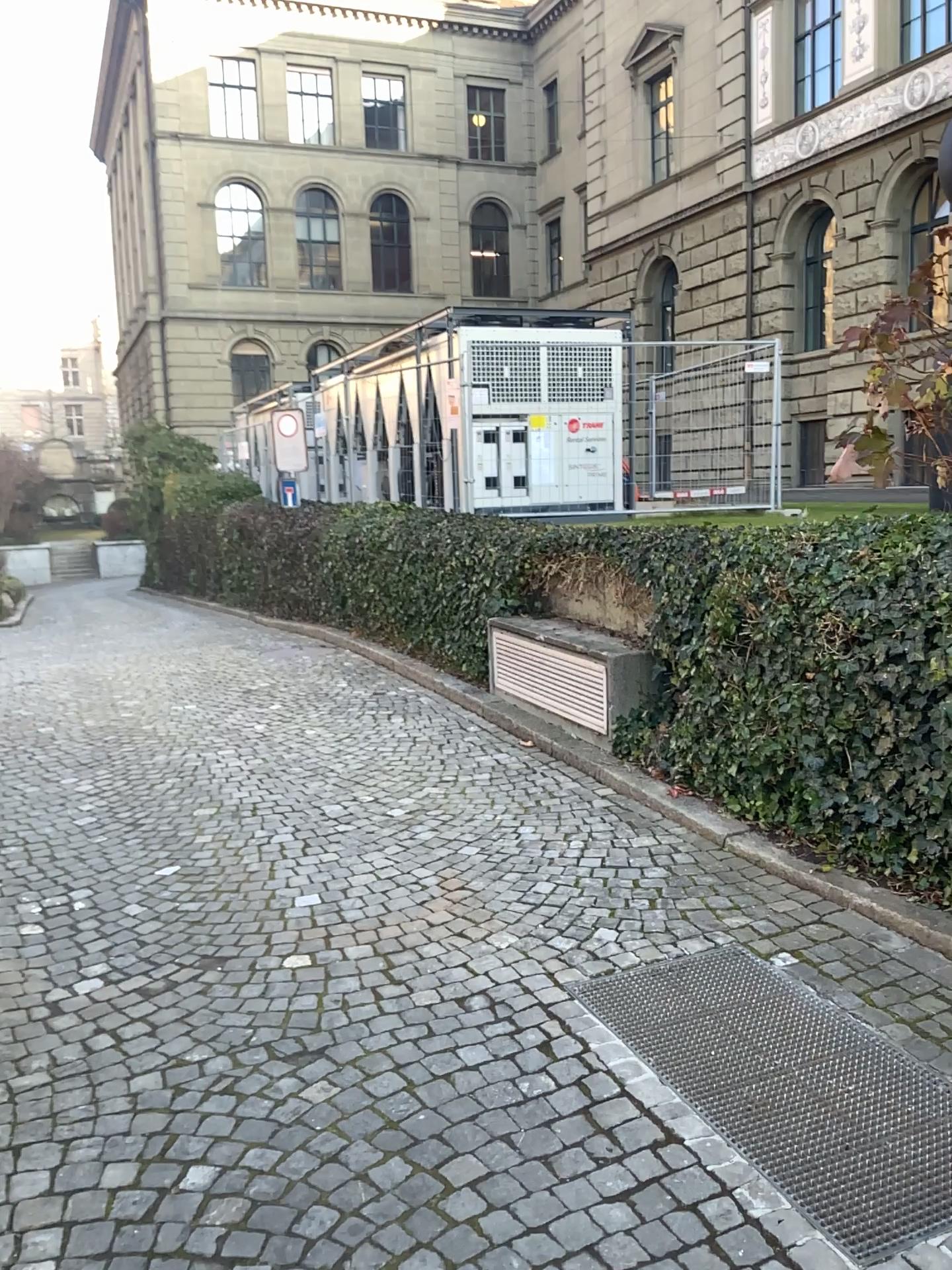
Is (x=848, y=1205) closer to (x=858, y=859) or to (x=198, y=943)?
(x=858, y=859)
